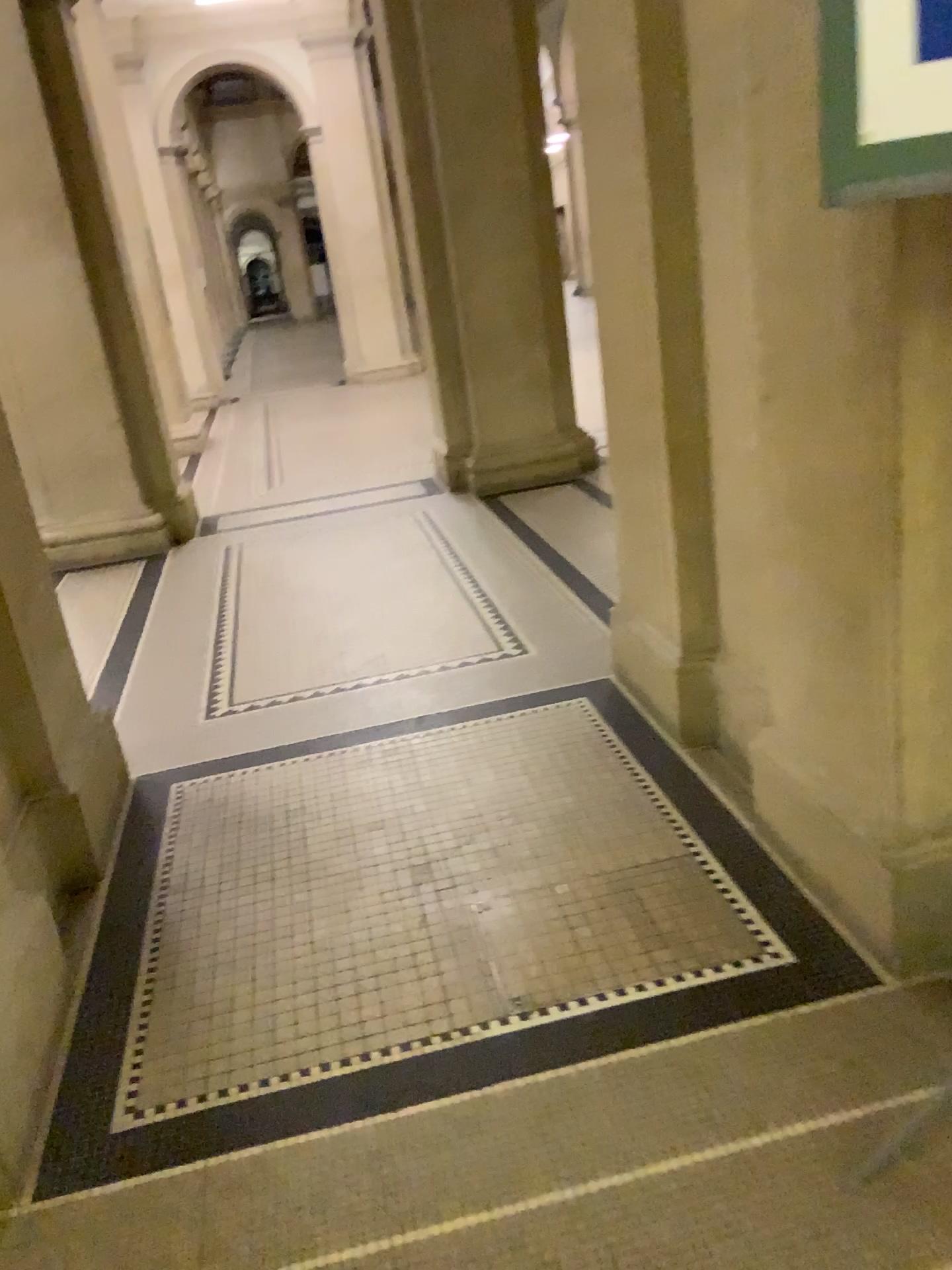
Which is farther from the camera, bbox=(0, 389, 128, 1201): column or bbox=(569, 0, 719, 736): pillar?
bbox=(569, 0, 719, 736): pillar

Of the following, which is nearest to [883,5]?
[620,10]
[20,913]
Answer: [620,10]

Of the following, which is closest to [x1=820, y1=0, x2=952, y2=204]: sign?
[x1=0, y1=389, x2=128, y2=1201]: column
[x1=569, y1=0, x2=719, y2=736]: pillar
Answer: [x1=569, y1=0, x2=719, y2=736]: pillar

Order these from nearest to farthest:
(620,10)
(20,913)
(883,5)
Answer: (883,5), (20,913), (620,10)

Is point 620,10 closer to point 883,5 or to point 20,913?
point 883,5

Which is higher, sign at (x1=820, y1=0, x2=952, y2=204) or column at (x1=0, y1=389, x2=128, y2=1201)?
sign at (x1=820, y1=0, x2=952, y2=204)

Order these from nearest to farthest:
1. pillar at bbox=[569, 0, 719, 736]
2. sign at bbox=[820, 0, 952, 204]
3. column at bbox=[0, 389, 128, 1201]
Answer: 1. sign at bbox=[820, 0, 952, 204]
2. column at bbox=[0, 389, 128, 1201]
3. pillar at bbox=[569, 0, 719, 736]

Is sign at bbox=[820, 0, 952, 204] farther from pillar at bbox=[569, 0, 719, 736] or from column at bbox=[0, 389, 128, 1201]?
column at bbox=[0, 389, 128, 1201]

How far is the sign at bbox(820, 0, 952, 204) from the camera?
1.2m

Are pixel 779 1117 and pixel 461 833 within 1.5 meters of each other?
yes
